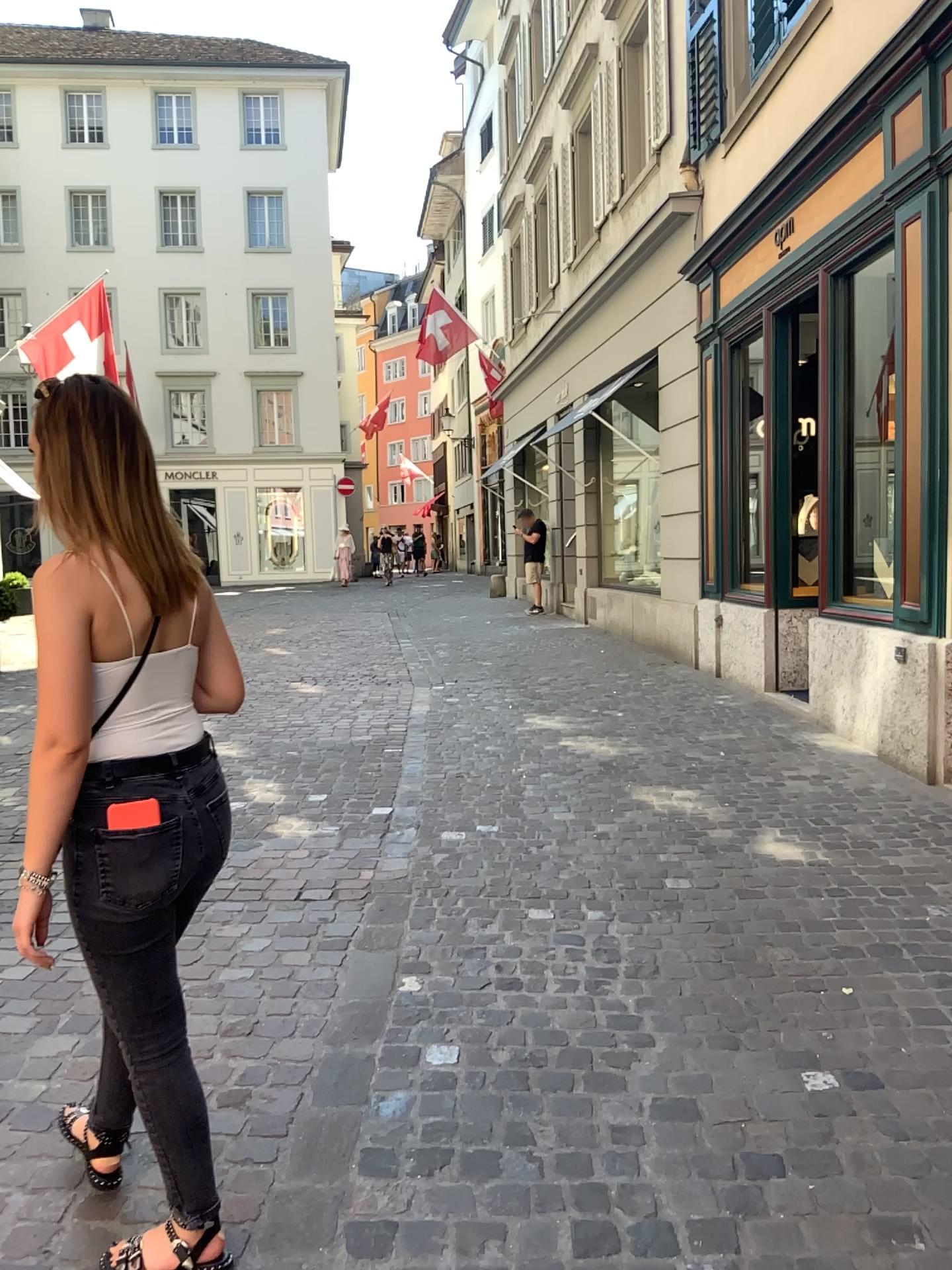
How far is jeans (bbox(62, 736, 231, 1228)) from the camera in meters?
1.7

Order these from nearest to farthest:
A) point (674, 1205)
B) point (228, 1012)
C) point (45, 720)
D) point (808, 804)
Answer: point (45, 720) < point (674, 1205) < point (228, 1012) < point (808, 804)

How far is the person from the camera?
1.7 meters

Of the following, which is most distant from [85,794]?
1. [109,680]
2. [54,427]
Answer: [54,427]

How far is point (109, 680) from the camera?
1.7m

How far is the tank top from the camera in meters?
1.7 m

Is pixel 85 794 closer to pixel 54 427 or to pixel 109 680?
pixel 109 680
